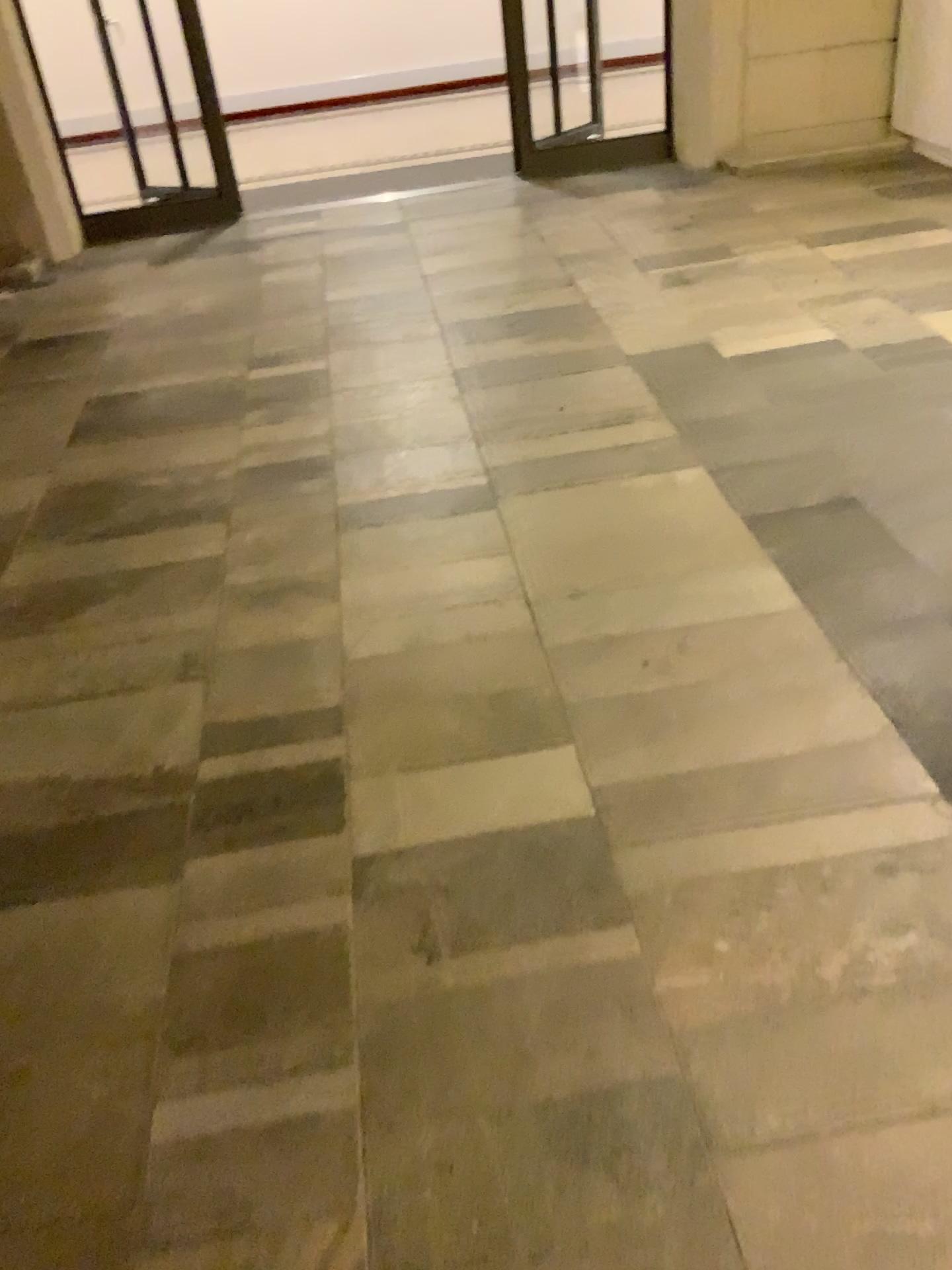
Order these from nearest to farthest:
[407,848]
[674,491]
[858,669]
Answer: [407,848], [858,669], [674,491]
